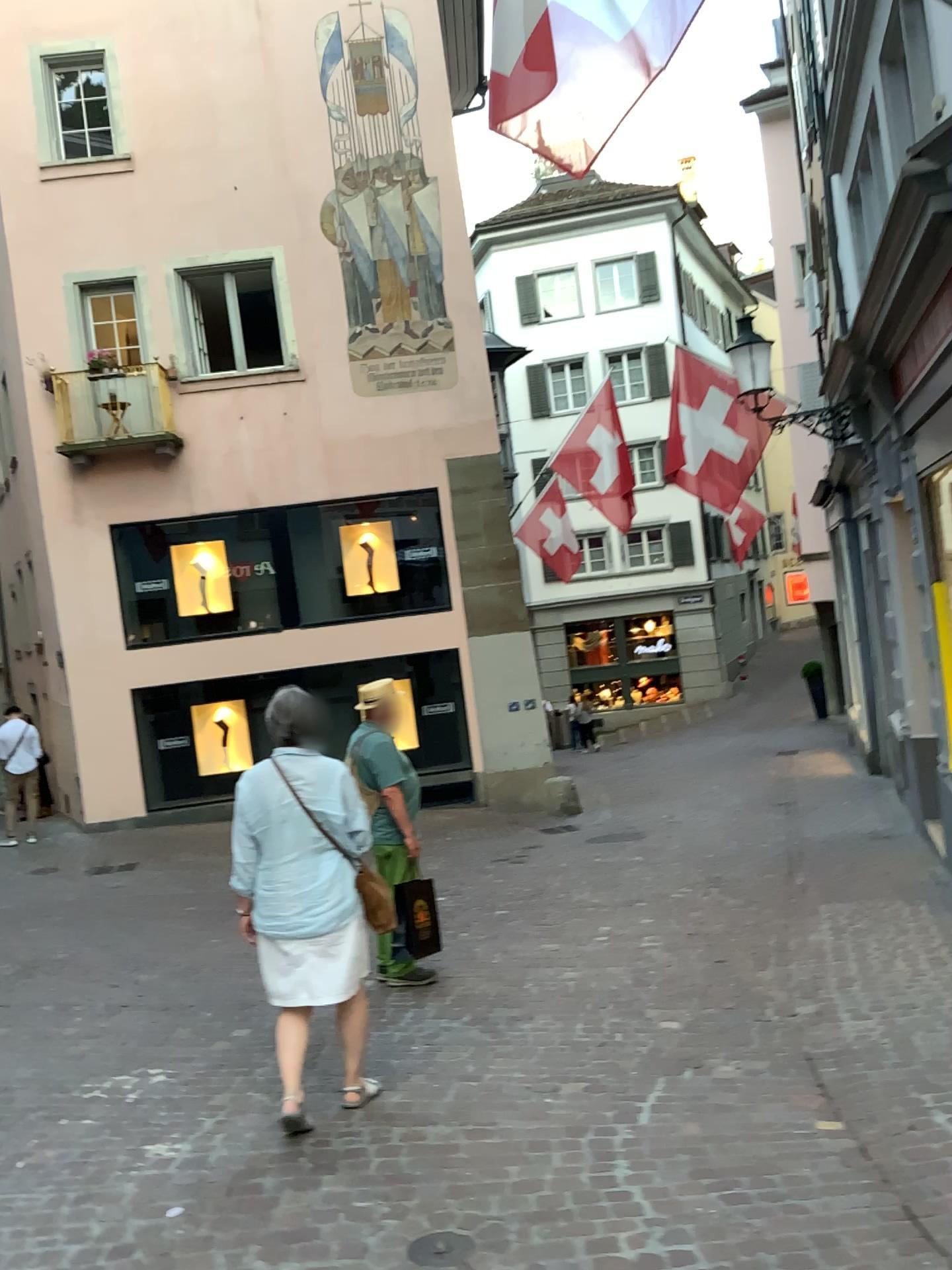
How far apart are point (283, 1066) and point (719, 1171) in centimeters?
158cm

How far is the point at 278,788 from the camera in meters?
3.9

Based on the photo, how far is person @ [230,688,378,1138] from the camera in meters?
3.9 m
